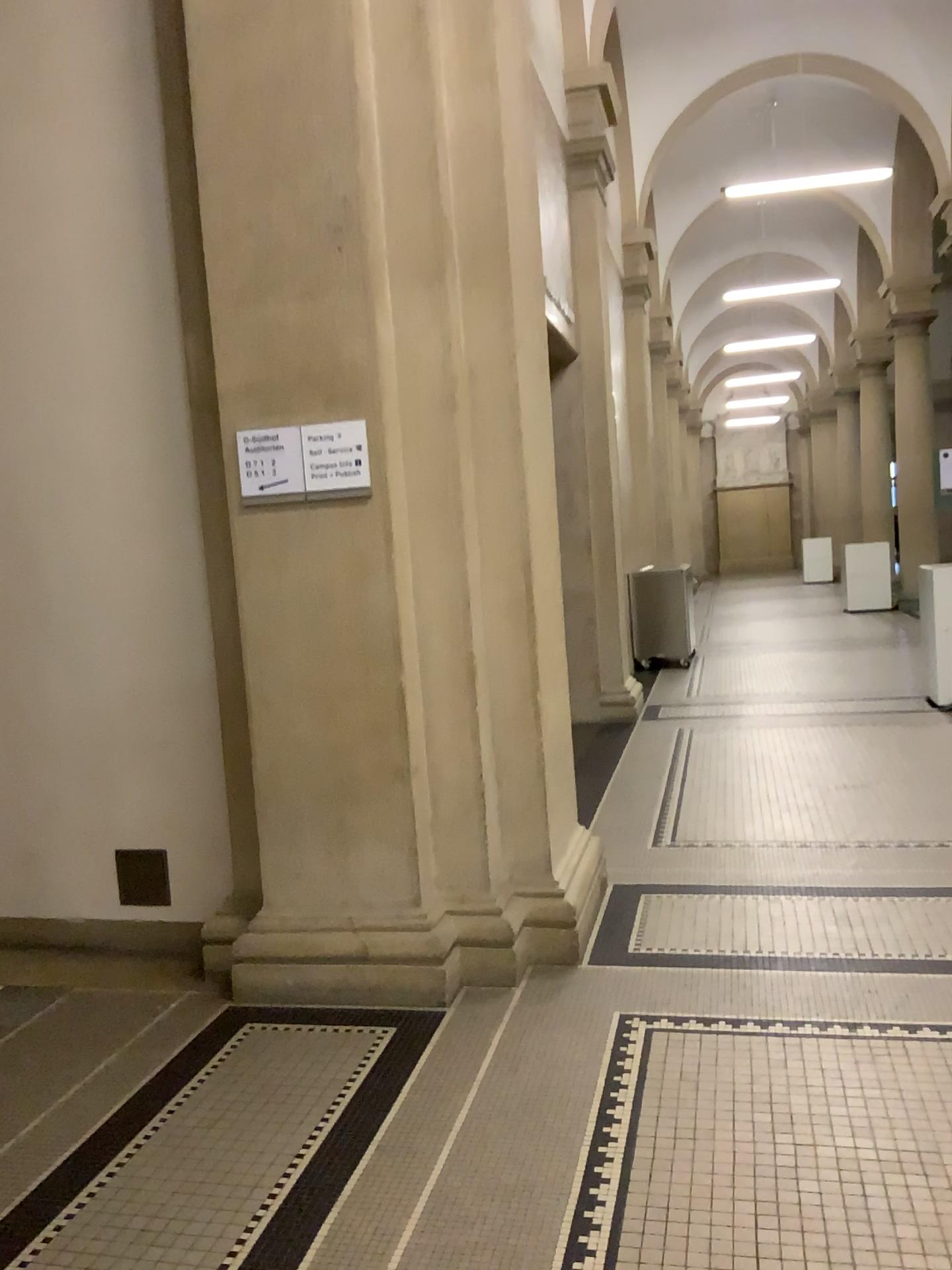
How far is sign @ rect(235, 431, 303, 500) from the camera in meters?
3.3

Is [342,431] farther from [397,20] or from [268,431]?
[397,20]

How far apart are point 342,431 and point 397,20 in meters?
1.3 m

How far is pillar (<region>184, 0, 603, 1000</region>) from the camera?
3.2 meters

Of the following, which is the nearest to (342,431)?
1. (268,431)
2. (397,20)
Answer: (268,431)

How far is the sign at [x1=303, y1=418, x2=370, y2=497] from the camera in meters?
3.3 m

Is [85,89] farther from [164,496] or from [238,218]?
[164,496]
